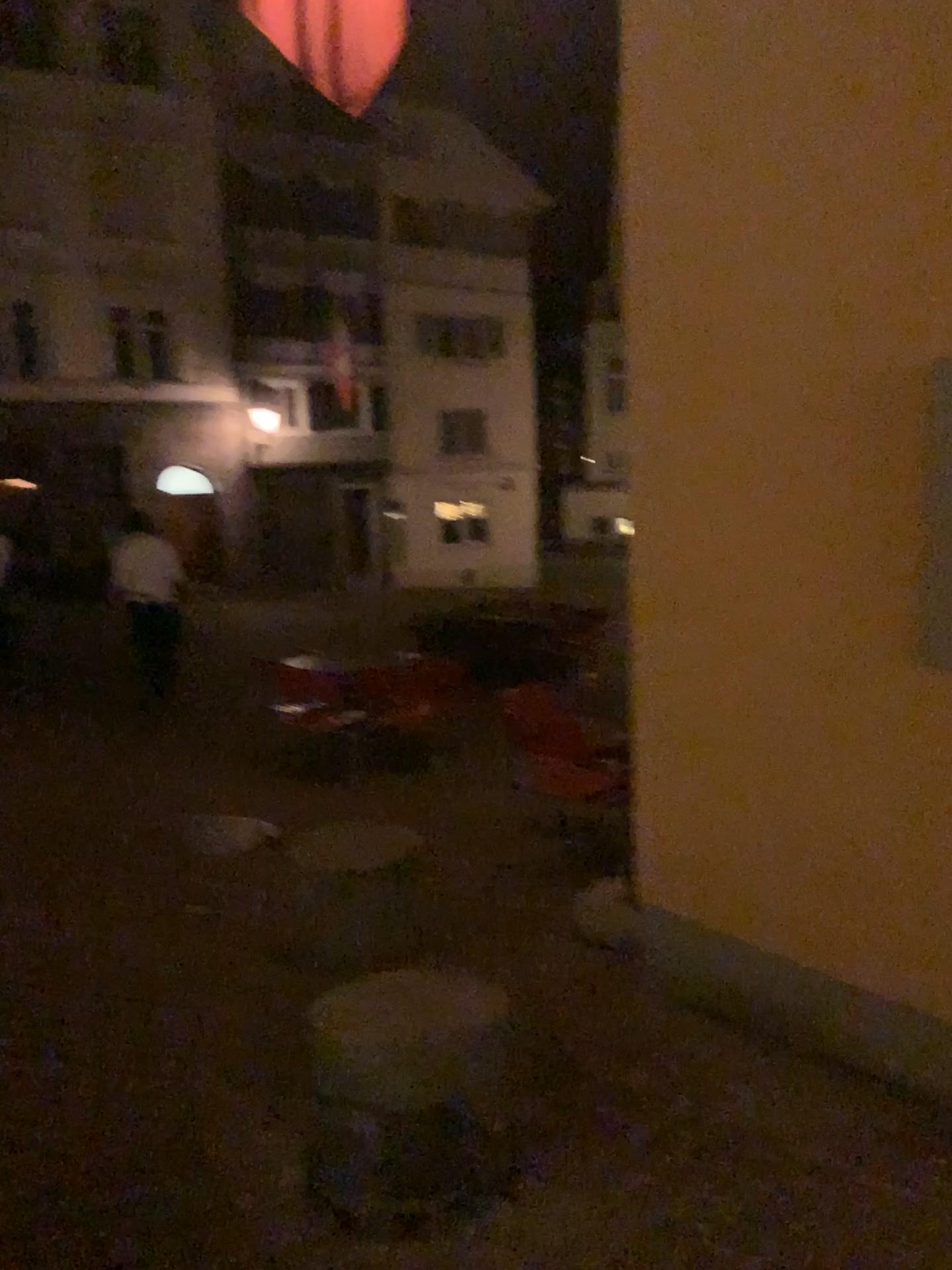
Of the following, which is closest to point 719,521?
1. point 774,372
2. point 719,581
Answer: point 719,581
